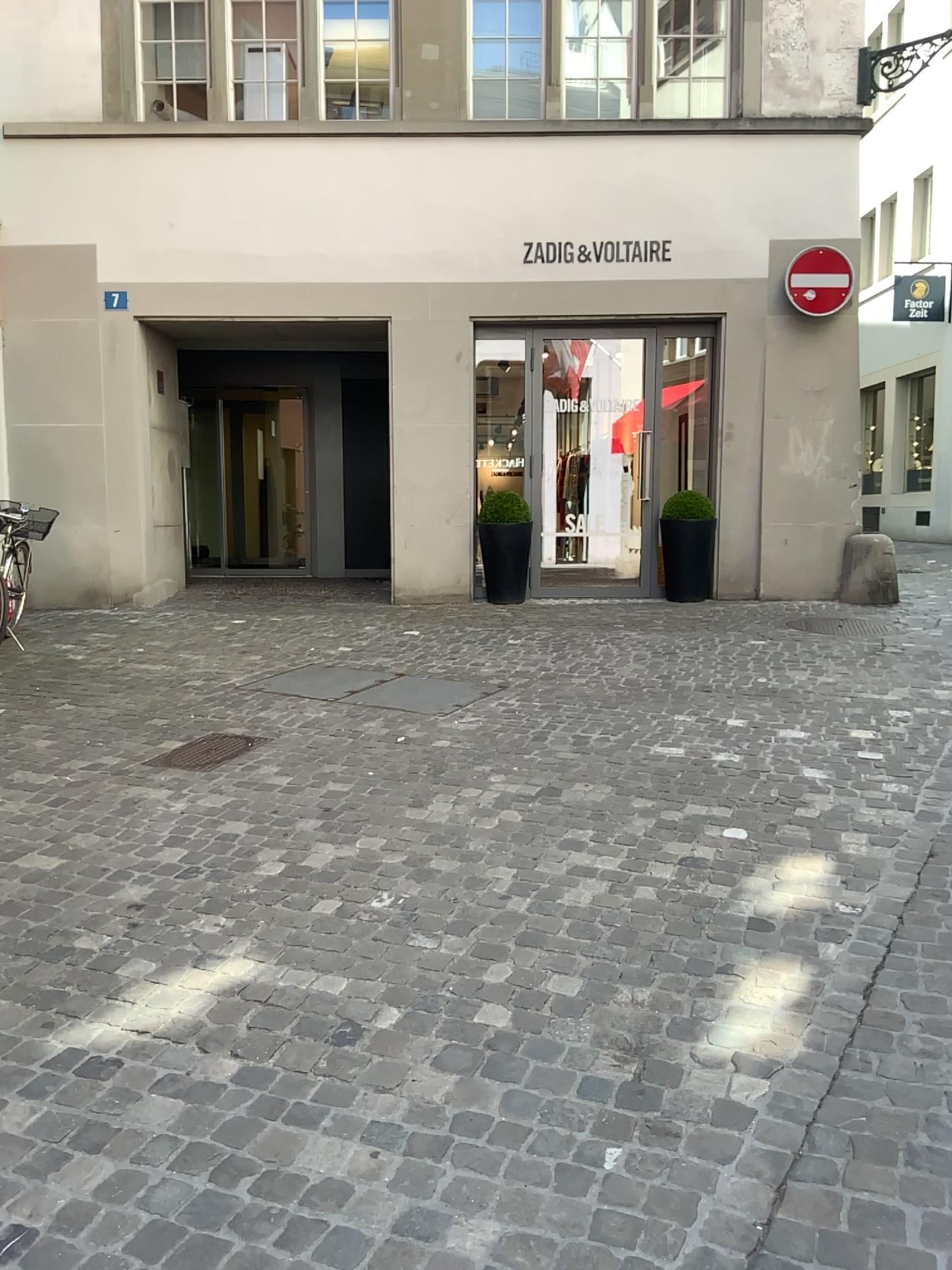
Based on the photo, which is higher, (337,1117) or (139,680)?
(139,680)
